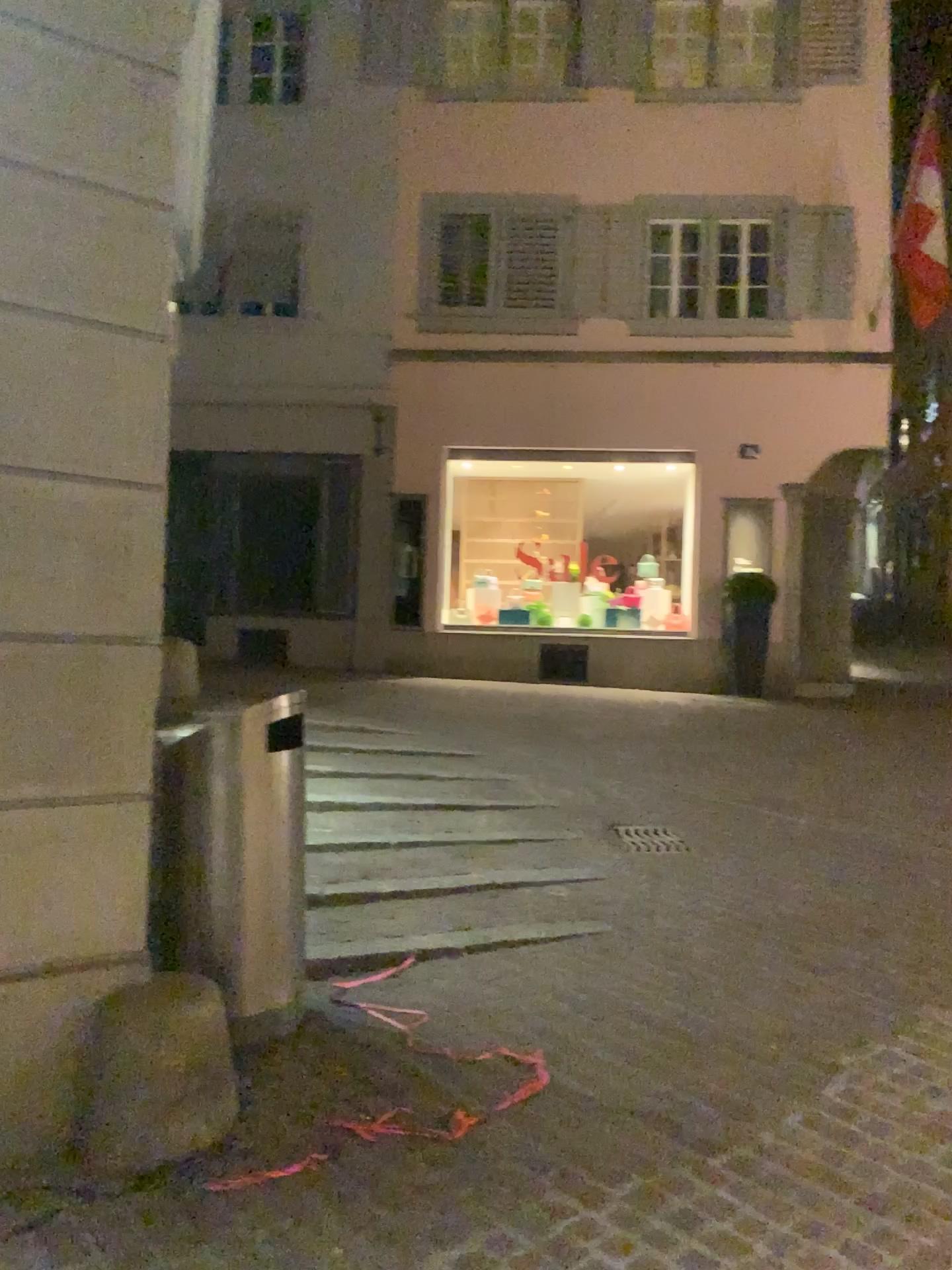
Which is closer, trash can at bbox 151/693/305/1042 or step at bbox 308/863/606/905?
trash can at bbox 151/693/305/1042

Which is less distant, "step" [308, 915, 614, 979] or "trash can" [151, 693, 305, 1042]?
"trash can" [151, 693, 305, 1042]

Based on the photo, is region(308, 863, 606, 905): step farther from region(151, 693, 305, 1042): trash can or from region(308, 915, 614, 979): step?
region(151, 693, 305, 1042): trash can

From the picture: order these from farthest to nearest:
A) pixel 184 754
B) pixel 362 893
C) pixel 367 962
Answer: pixel 362 893, pixel 367 962, pixel 184 754

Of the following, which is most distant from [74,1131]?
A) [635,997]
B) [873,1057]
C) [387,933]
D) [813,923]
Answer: [813,923]

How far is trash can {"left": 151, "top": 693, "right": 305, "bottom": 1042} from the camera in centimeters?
356cm

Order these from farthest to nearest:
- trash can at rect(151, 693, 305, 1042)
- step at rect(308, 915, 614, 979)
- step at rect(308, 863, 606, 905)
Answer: step at rect(308, 863, 606, 905), step at rect(308, 915, 614, 979), trash can at rect(151, 693, 305, 1042)

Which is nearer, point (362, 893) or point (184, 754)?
Result: point (184, 754)

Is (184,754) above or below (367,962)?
above

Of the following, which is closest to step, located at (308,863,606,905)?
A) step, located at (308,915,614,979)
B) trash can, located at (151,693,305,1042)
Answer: step, located at (308,915,614,979)
